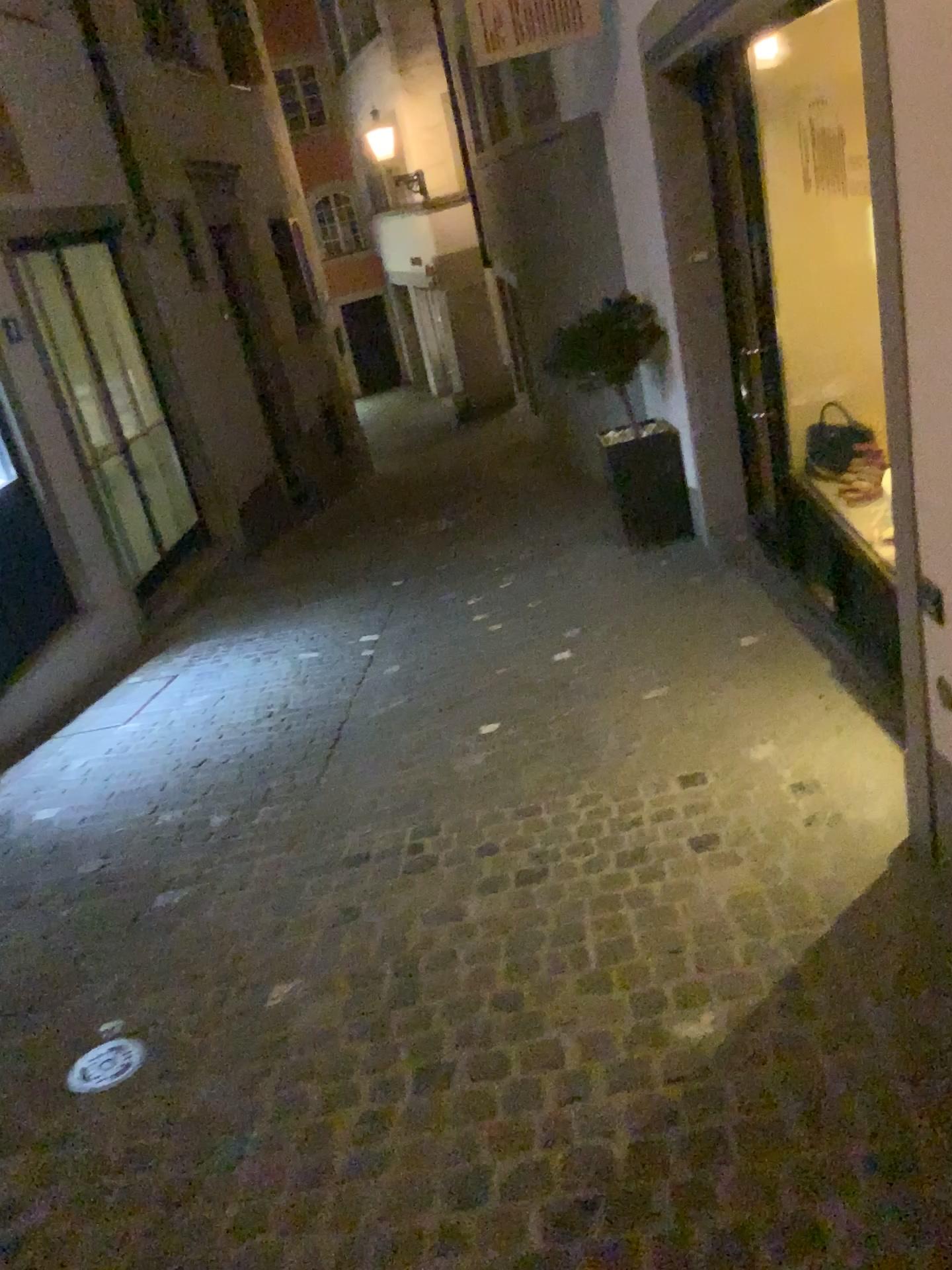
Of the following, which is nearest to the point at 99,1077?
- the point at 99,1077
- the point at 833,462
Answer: the point at 99,1077

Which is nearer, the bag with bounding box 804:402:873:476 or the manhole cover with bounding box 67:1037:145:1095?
the manhole cover with bounding box 67:1037:145:1095

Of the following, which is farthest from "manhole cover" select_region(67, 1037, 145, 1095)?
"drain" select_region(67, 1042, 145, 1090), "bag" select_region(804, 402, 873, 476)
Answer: "bag" select_region(804, 402, 873, 476)

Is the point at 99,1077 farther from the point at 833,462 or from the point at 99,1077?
the point at 833,462

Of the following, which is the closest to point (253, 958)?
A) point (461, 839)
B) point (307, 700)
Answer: point (461, 839)

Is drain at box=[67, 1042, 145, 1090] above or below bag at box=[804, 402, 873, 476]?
below

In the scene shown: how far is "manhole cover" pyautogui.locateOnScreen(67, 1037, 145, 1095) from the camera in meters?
2.5

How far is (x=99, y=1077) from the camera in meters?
2.5

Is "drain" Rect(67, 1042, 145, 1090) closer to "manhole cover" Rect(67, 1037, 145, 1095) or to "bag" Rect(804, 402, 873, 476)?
"manhole cover" Rect(67, 1037, 145, 1095)
